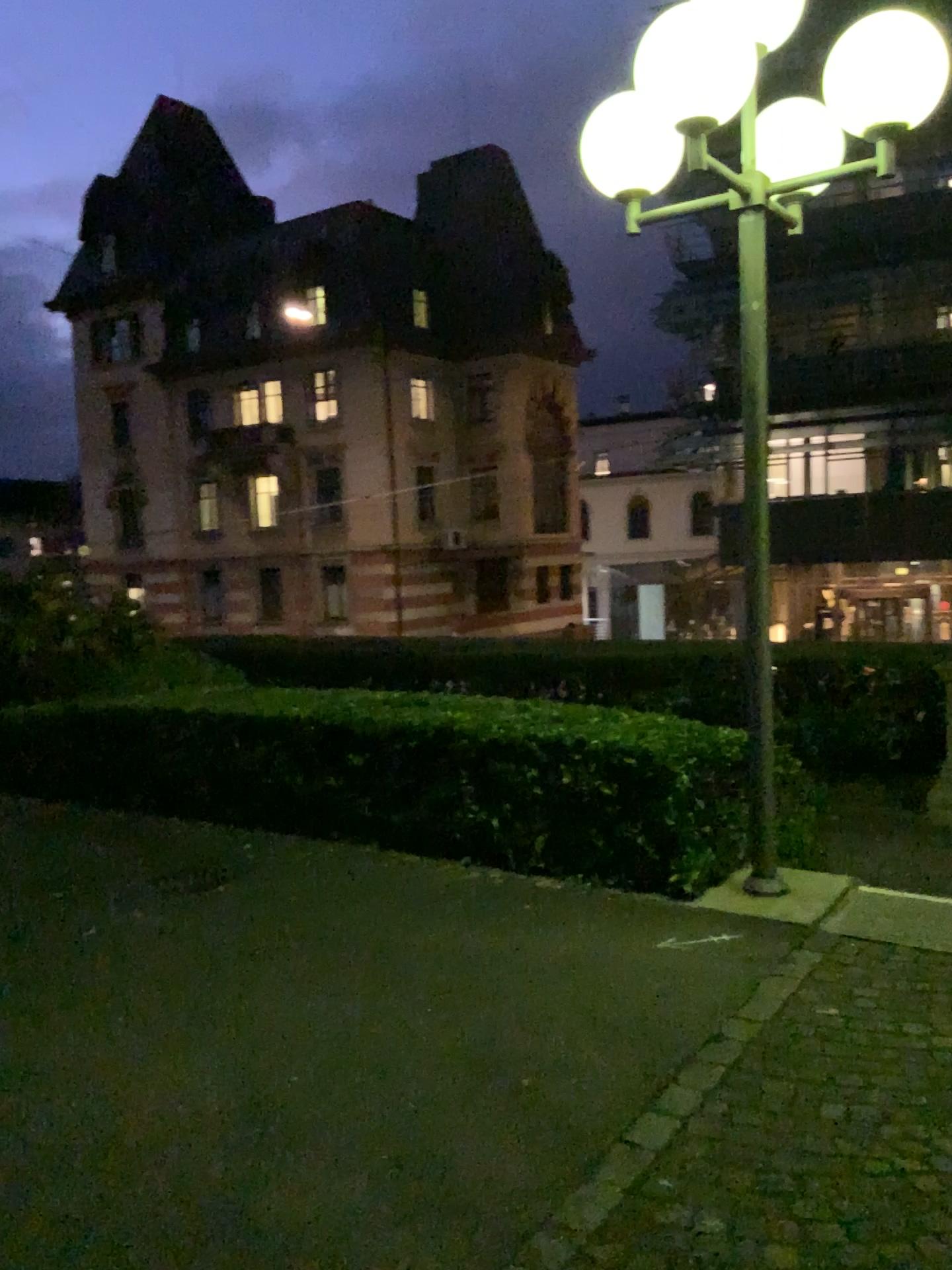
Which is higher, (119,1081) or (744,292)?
(744,292)
